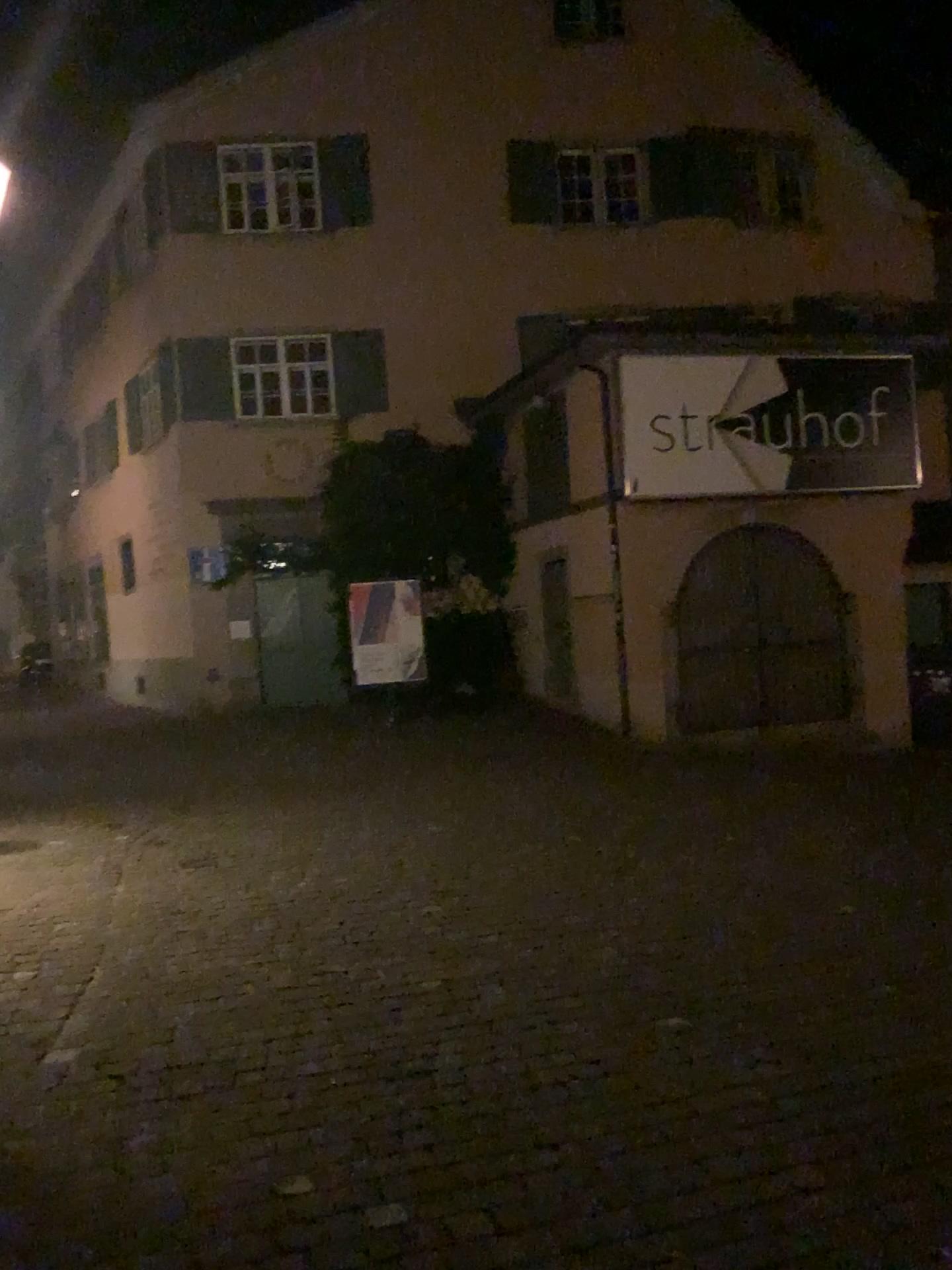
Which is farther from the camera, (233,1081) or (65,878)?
(65,878)
